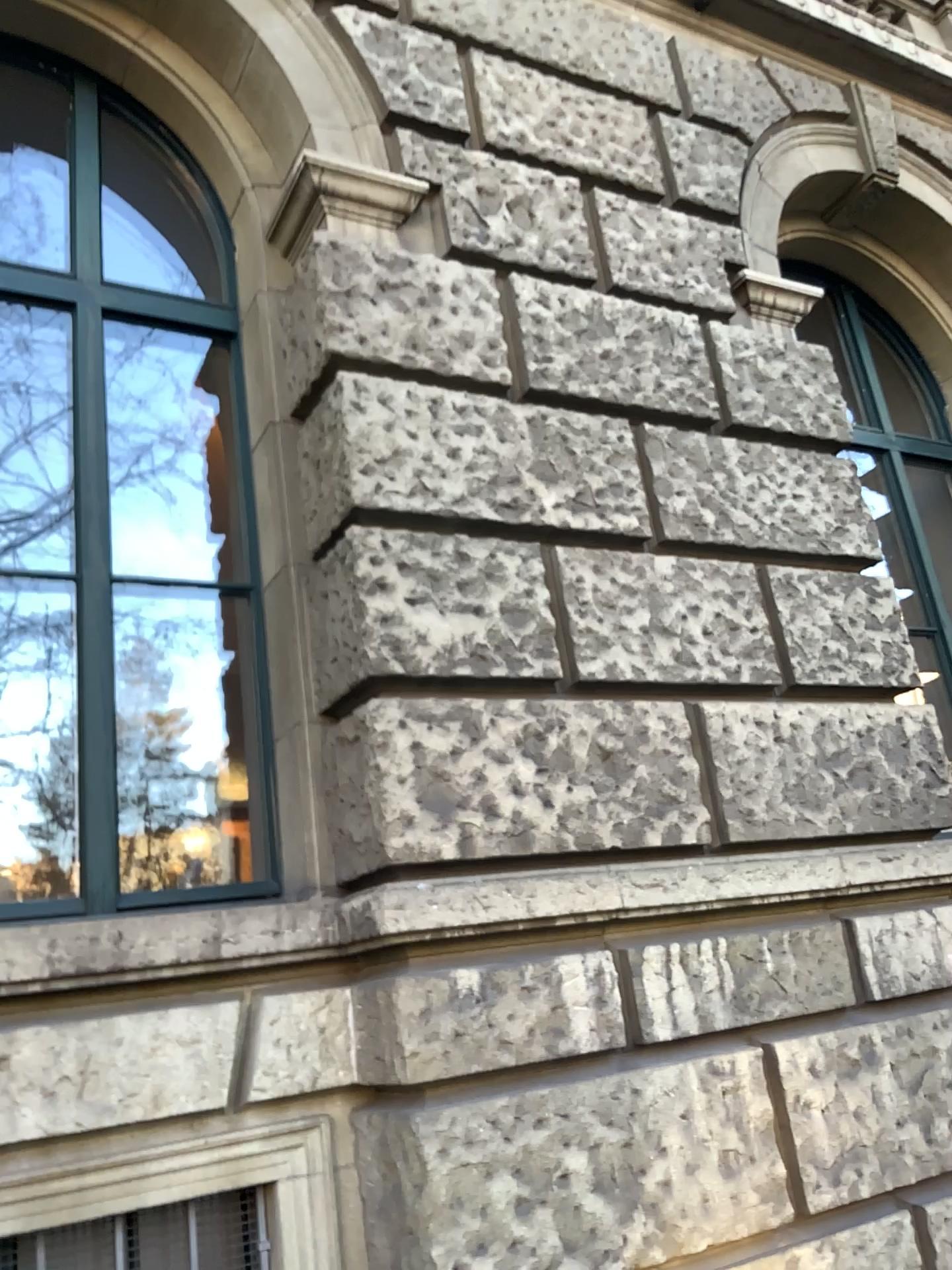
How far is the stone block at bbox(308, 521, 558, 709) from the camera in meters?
2.9 m

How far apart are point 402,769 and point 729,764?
1.13m

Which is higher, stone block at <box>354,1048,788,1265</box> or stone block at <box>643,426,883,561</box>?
stone block at <box>643,426,883,561</box>

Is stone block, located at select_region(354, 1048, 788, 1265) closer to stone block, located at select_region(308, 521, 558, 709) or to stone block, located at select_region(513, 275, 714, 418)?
stone block, located at select_region(308, 521, 558, 709)

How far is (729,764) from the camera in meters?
3.3 m

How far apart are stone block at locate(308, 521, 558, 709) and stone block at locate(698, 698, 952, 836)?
0.6m

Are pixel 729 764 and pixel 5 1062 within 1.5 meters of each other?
no

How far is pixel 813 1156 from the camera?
3.0m

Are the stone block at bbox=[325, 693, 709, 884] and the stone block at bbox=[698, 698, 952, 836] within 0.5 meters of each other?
yes

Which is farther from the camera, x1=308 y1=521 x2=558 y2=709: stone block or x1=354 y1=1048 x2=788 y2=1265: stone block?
x1=308 y1=521 x2=558 y2=709: stone block
